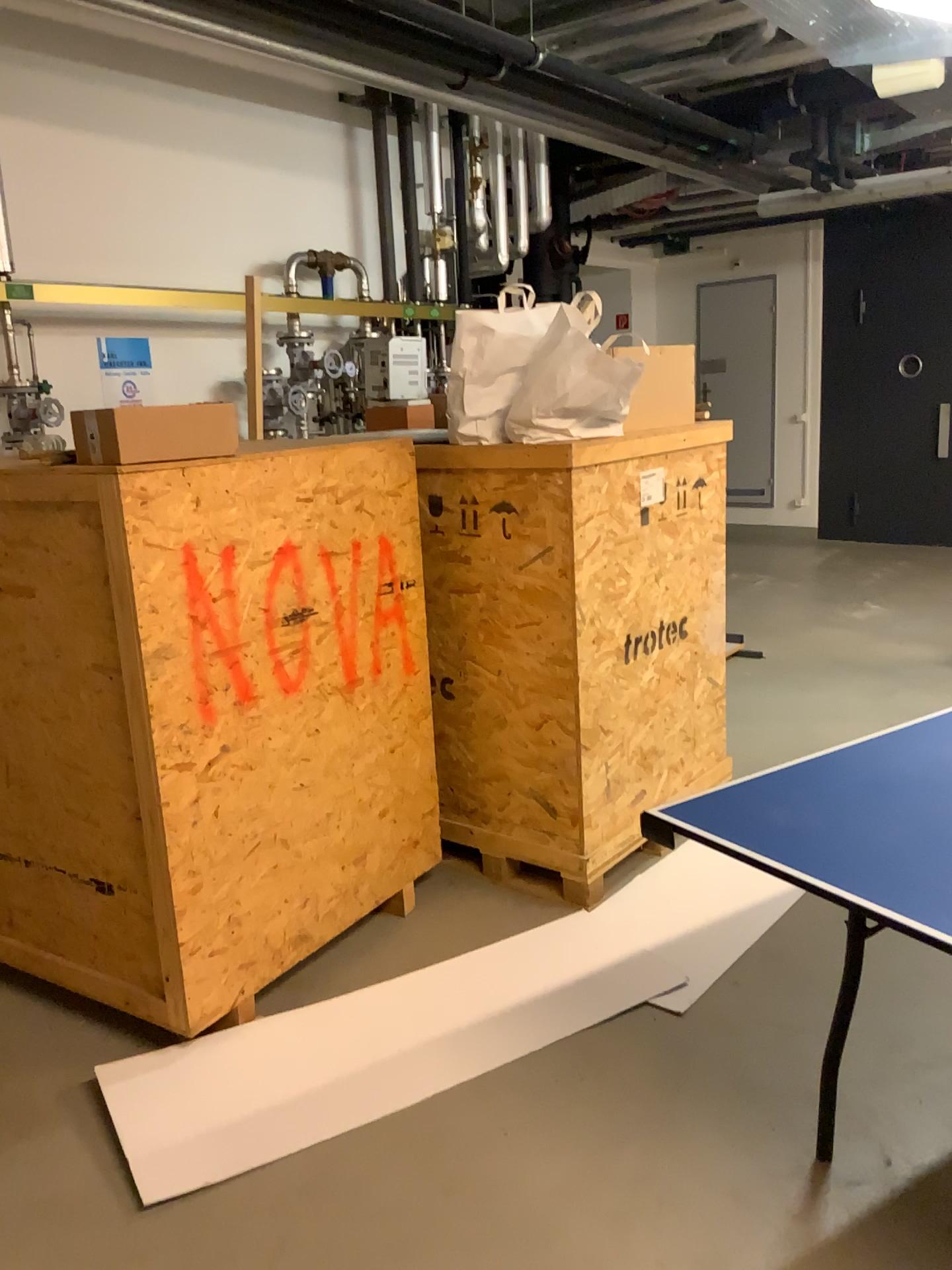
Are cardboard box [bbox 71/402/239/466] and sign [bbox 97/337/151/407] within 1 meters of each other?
no

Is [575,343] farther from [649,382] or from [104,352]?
[104,352]

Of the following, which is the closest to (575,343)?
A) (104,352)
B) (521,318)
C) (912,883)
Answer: (521,318)

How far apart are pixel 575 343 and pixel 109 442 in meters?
1.3

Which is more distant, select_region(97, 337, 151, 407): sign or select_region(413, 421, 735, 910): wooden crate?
select_region(97, 337, 151, 407): sign

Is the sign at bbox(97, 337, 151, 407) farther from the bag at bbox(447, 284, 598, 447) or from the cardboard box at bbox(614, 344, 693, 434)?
the cardboard box at bbox(614, 344, 693, 434)

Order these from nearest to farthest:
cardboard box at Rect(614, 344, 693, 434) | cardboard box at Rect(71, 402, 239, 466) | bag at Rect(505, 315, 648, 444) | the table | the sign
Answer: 1. the table
2. cardboard box at Rect(71, 402, 239, 466)
3. bag at Rect(505, 315, 648, 444)
4. cardboard box at Rect(614, 344, 693, 434)
5. the sign

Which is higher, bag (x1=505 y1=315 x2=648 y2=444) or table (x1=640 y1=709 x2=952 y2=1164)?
bag (x1=505 y1=315 x2=648 y2=444)

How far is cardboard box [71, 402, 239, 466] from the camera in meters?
2.2

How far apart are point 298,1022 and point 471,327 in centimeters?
192cm
